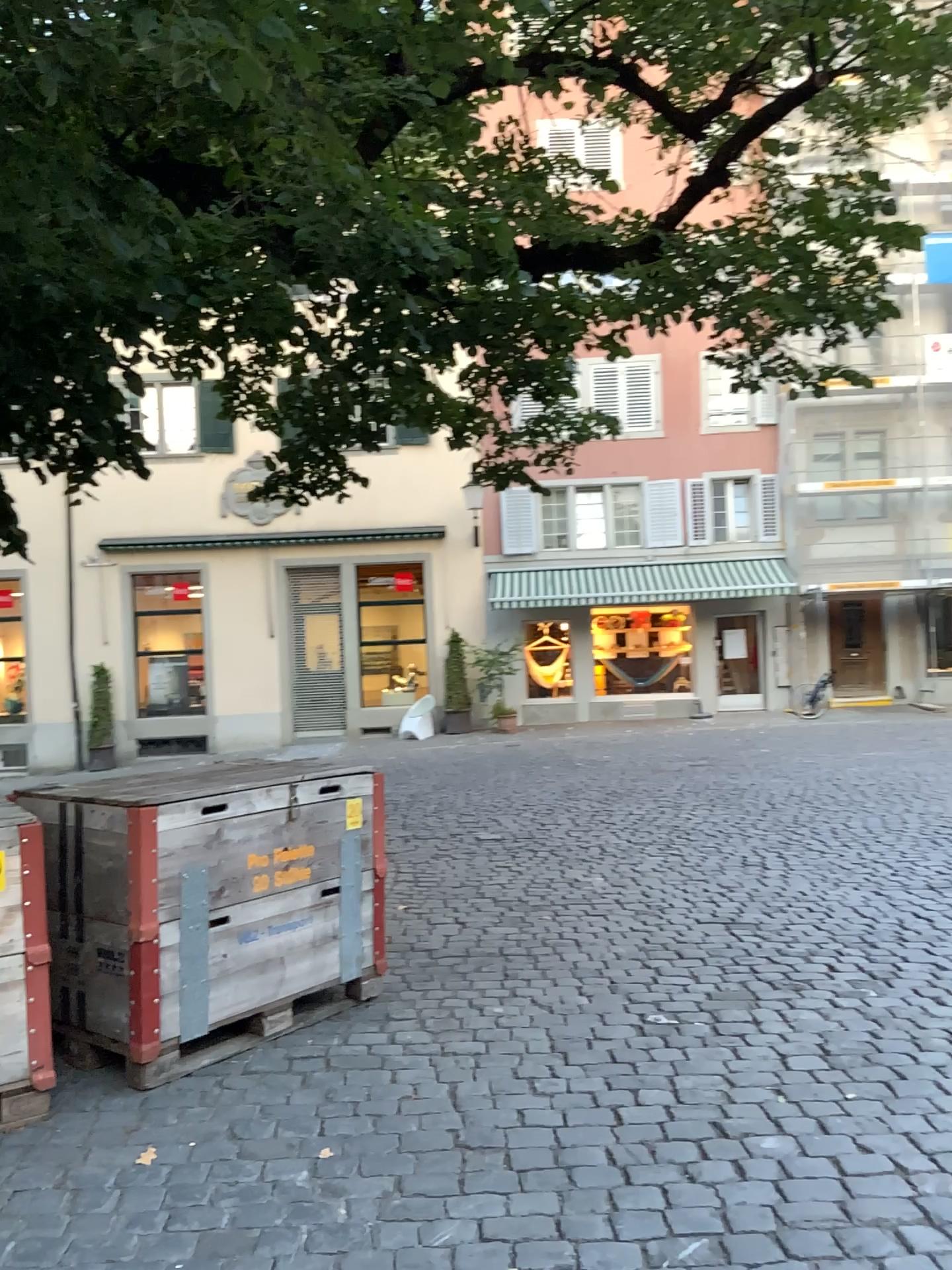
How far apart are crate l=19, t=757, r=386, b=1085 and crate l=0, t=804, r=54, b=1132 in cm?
29

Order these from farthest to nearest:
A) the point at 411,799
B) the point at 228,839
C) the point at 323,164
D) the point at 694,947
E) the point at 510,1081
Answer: the point at 411,799 → the point at 694,947 → the point at 323,164 → the point at 228,839 → the point at 510,1081

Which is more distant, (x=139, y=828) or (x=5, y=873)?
(x=139, y=828)

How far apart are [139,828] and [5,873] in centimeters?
45cm

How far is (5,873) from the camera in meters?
3.3 m

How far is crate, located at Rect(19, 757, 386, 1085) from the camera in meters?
3.6 m

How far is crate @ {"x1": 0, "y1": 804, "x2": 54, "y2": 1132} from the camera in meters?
3.3 m

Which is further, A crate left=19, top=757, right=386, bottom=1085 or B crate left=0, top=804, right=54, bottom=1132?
A crate left=19, top=757, right=386, bottom=1085
